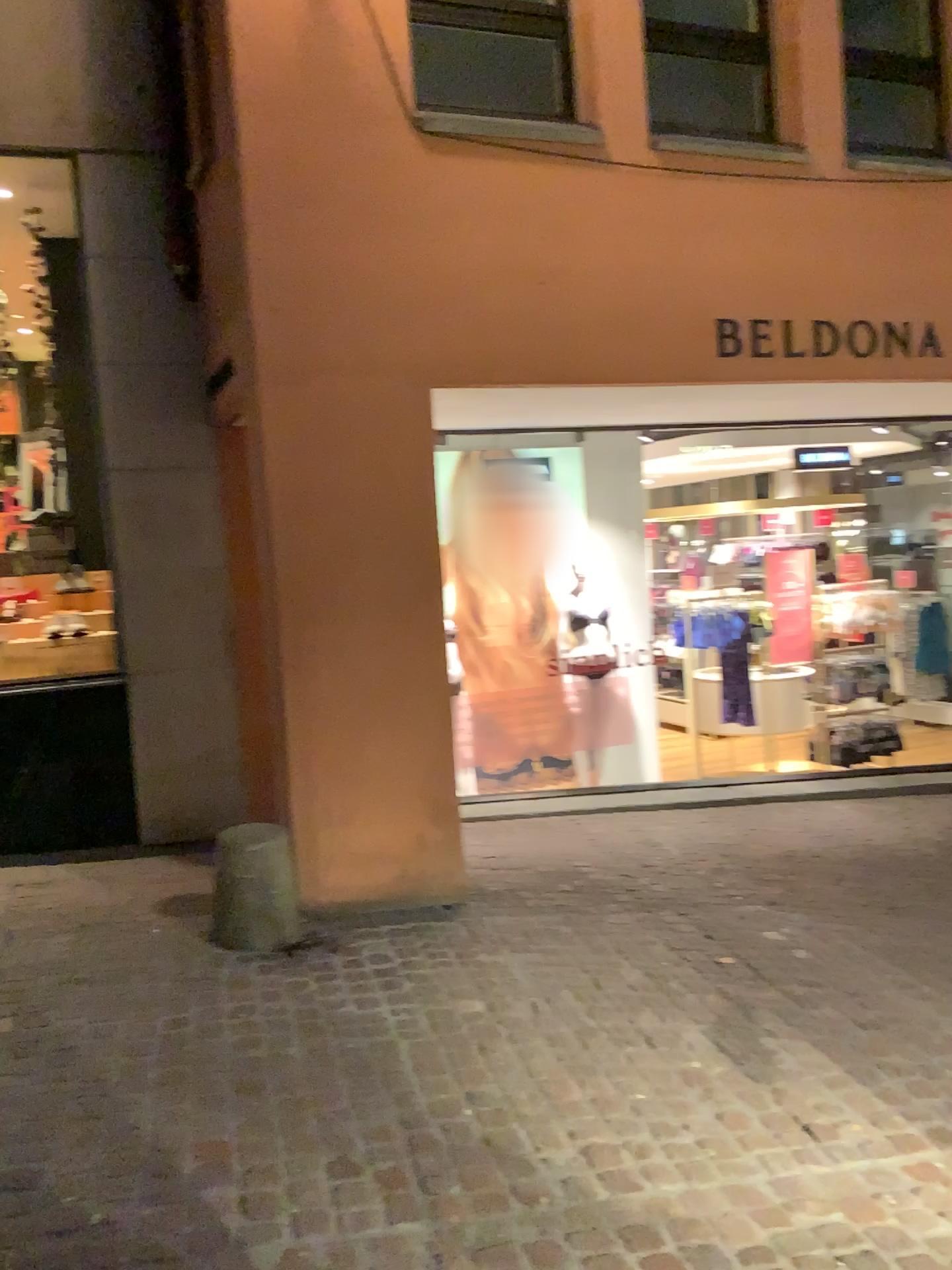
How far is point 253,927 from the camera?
3.9 meters

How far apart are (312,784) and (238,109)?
2.7 meters

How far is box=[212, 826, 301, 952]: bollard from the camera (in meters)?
3.92
